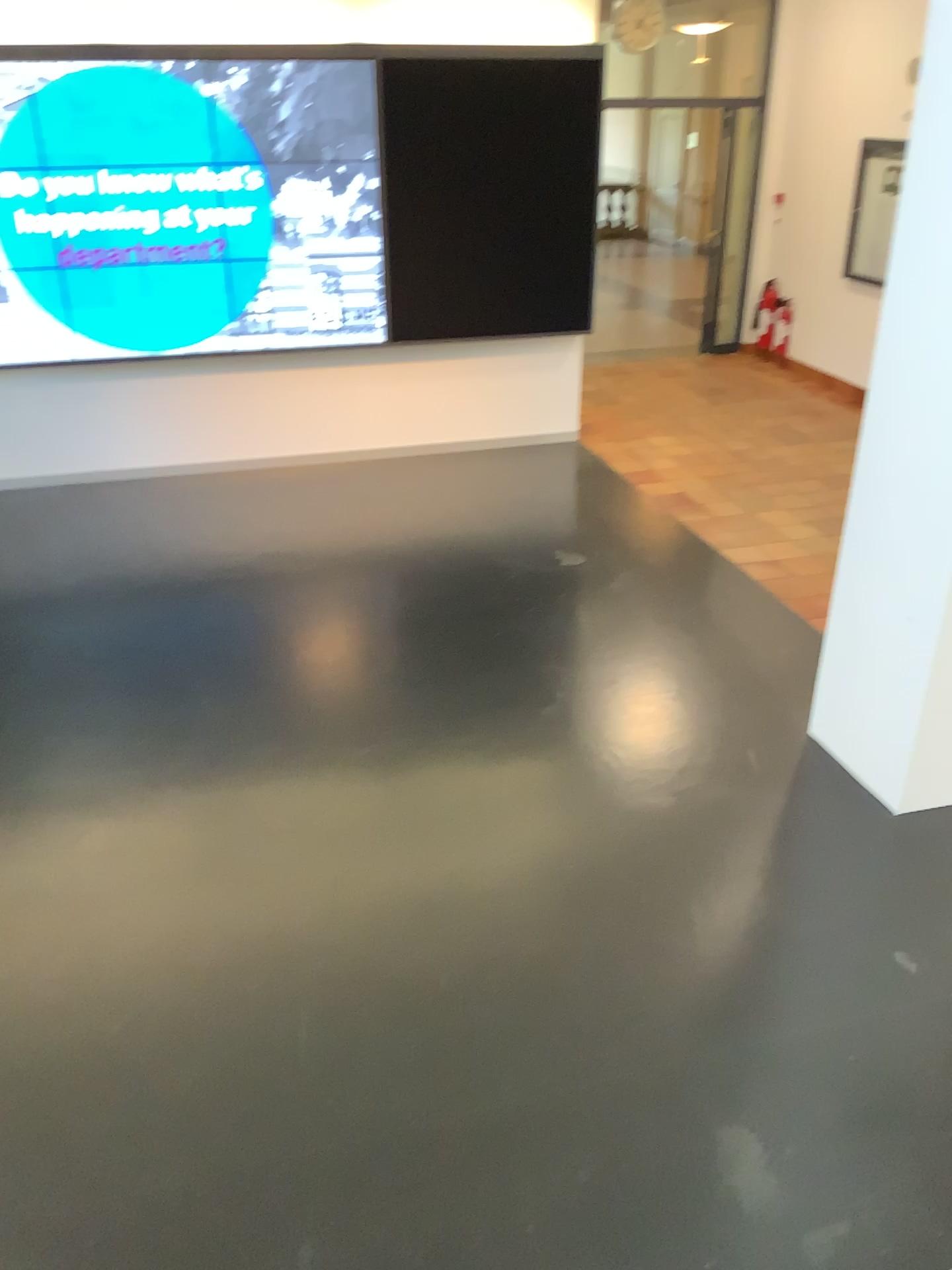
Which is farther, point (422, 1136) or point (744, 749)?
point (744, 749)
